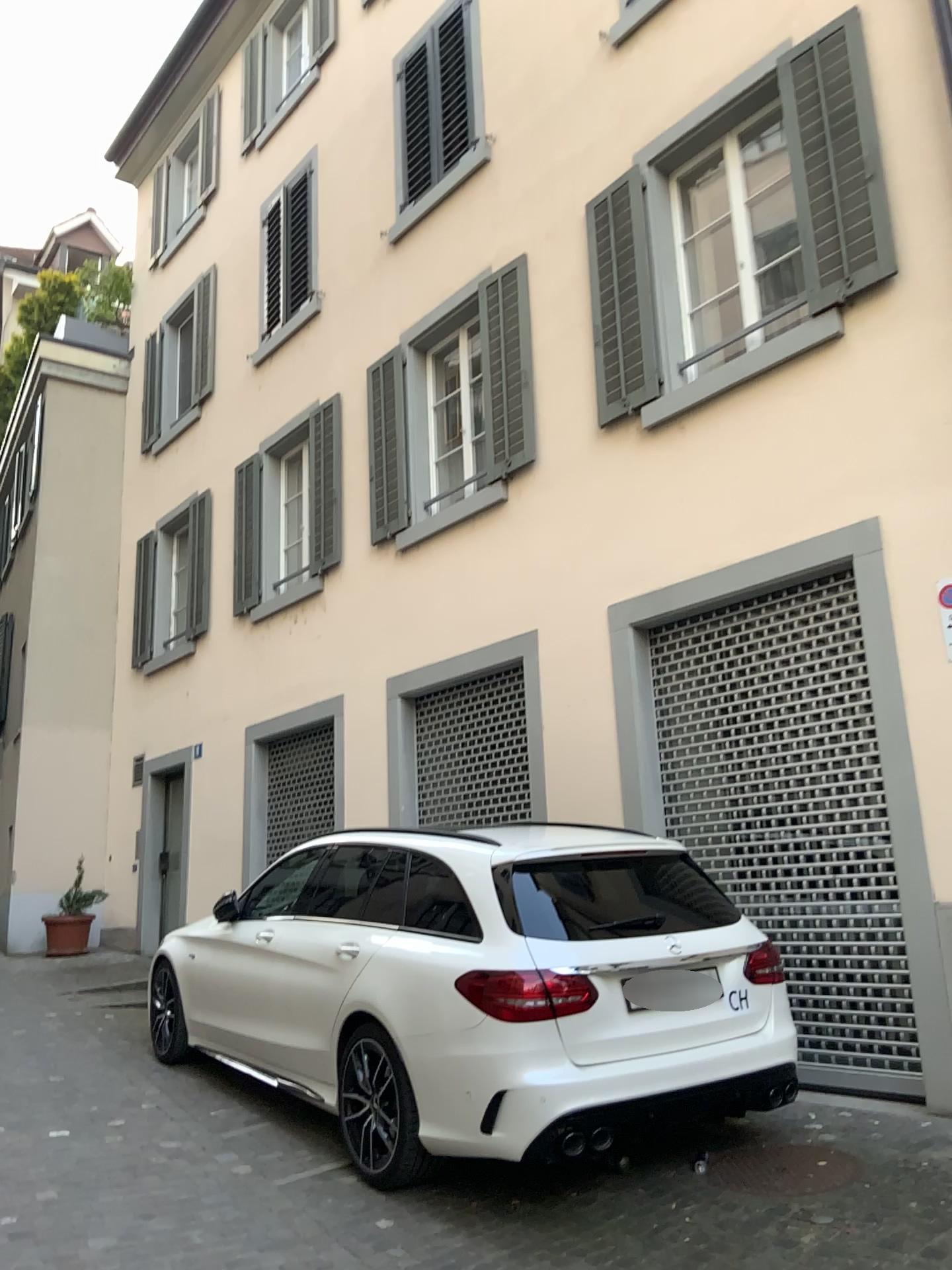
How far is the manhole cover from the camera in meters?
4.1

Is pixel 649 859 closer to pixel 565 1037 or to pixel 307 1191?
pixel 565 1037

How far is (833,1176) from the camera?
4.1m
